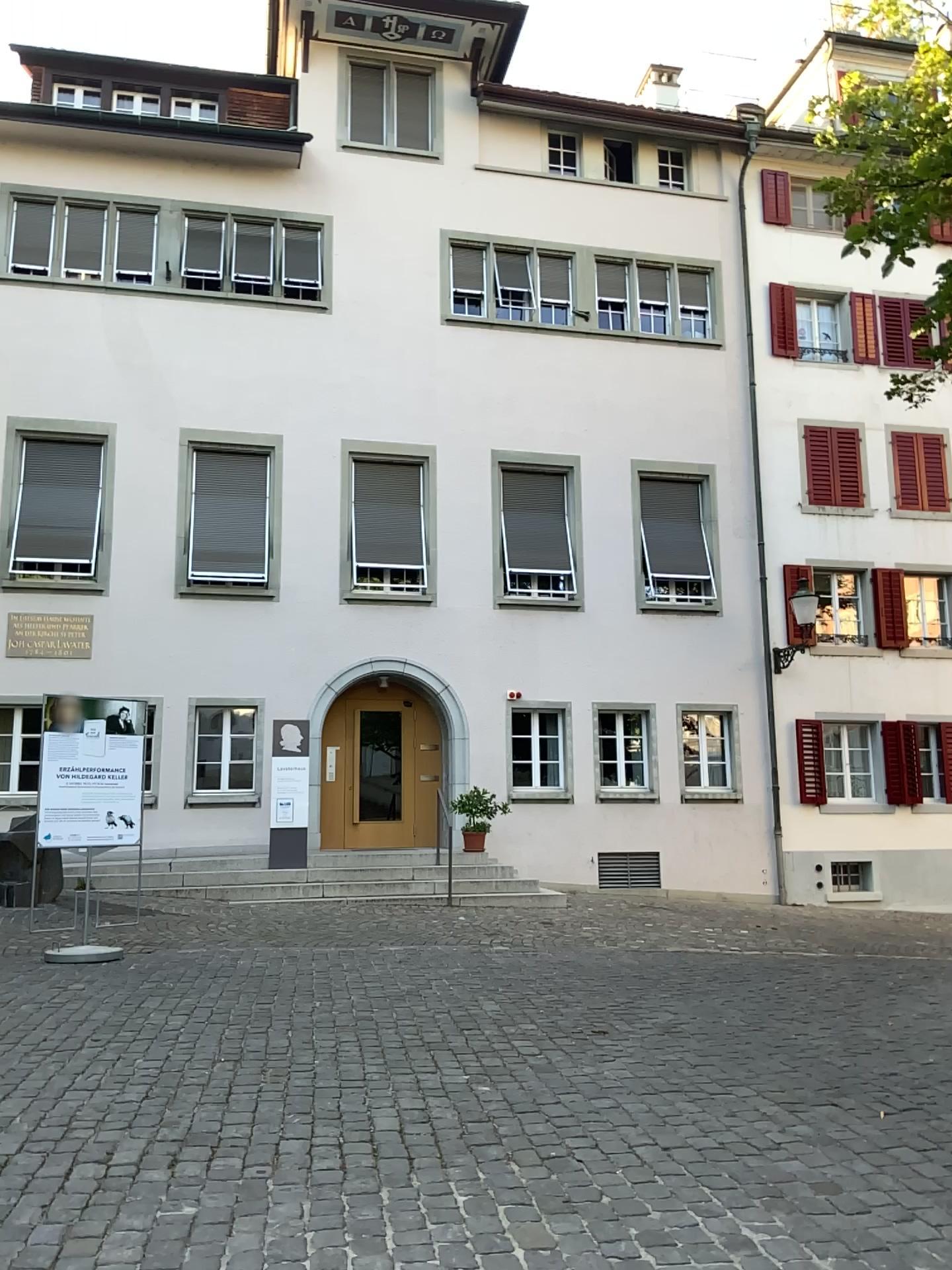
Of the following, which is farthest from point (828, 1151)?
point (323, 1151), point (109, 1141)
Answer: point (109, 1141)
